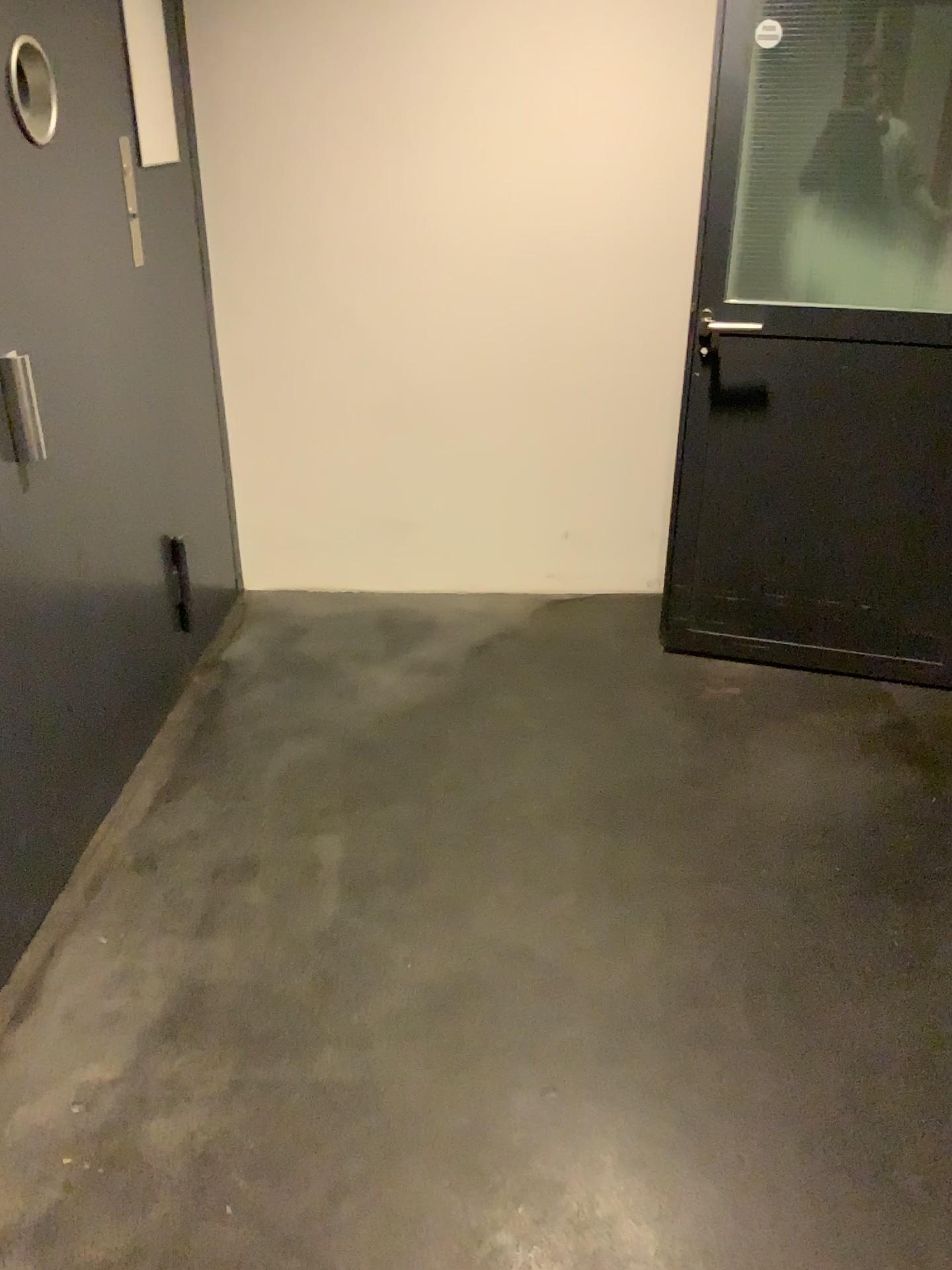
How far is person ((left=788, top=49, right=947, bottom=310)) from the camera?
2.6m

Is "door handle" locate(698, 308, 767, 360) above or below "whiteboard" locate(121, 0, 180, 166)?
A: below

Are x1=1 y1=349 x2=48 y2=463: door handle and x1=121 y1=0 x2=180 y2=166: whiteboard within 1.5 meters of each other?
yes

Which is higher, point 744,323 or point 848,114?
point 848,114

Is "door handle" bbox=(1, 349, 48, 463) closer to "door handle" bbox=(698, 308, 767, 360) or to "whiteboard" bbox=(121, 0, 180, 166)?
"whiteboard" bbox=(121, 0, 180, 166)

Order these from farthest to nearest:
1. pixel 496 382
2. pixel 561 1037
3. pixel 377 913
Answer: pixel 496 382
pixel 377 913
pixel 561 1037

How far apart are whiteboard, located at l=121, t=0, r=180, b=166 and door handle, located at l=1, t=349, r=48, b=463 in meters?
1.1 m

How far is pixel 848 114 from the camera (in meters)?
2.55

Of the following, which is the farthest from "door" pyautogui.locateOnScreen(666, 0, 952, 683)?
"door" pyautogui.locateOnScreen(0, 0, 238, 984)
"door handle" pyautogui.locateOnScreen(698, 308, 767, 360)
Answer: "door" pyautogui.locateOnScreen(0, 0, 238, 984)

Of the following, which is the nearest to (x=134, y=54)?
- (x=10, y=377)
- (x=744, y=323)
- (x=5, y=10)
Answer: (x=5, y=10)
